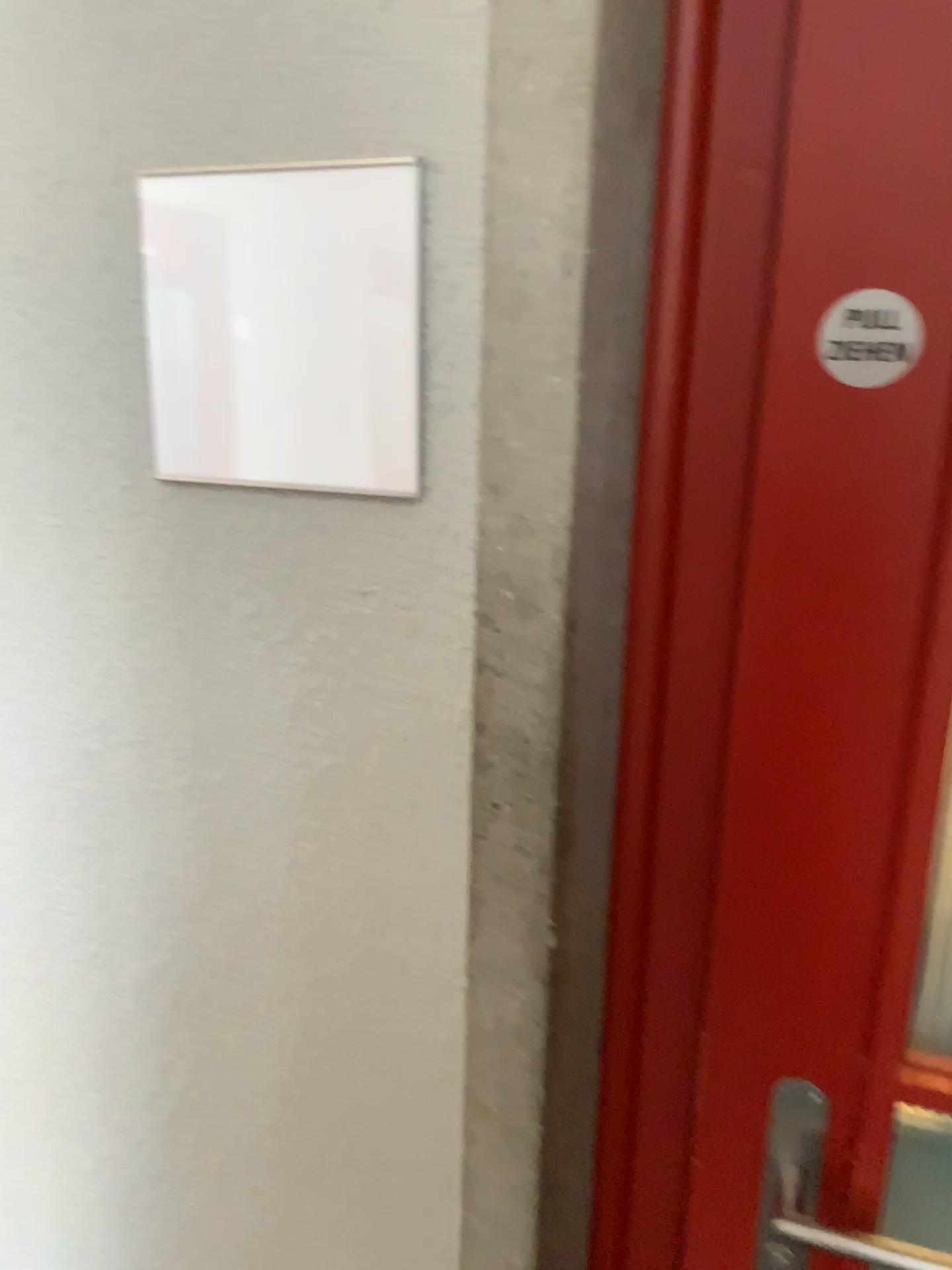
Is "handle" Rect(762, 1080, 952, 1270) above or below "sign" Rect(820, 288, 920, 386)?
below

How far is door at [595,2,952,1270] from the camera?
0.6m

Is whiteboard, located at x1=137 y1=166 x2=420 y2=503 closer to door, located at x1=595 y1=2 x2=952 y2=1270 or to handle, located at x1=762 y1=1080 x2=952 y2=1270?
door, located at x1=595 y1=2 x2=952 y2=1270

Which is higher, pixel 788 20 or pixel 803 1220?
pixel 788 20

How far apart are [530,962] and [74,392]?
0.5m

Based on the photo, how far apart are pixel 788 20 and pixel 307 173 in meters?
0.3 m

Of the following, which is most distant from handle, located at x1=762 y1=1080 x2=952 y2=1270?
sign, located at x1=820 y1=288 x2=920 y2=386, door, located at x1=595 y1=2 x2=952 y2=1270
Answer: sign, located at x1=820 y1=288 x2=920 y2=386

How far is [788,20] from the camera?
0.6 meters

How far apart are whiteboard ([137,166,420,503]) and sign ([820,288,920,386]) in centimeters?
26cm

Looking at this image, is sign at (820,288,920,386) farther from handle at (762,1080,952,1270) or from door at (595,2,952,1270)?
handle at (762,1080,952,1270)
